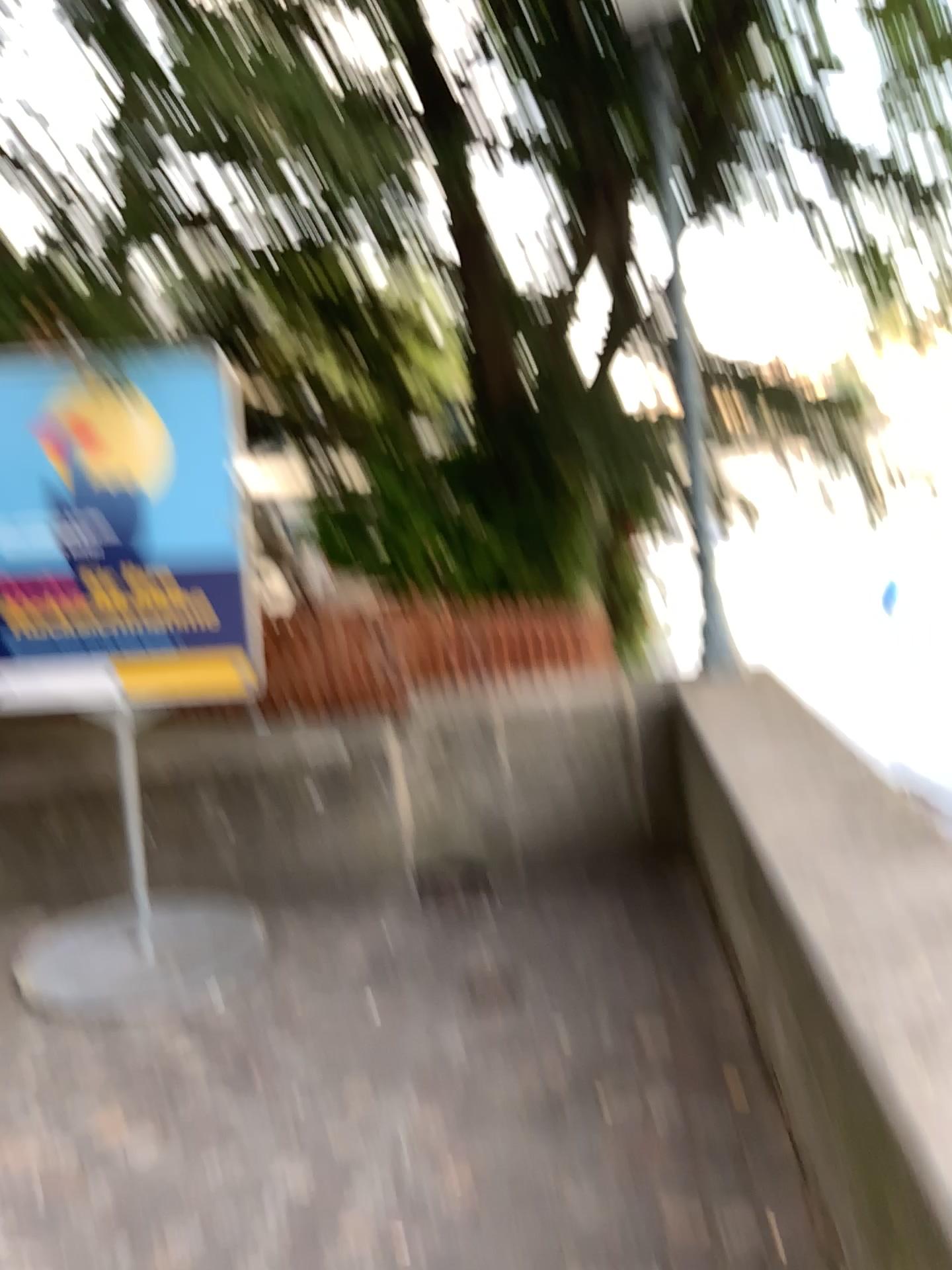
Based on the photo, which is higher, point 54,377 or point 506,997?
point 54,377

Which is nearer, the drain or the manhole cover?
the manhole cover

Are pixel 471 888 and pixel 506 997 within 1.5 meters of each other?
yes

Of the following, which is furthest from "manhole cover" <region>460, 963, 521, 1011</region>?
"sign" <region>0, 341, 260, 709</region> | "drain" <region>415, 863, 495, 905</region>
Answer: "sign" <region>0, 341, 260, 709</region>

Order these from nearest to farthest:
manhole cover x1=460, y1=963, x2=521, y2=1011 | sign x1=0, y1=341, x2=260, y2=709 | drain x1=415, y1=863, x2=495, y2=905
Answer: manhole cover x1=460, y1=963, x2=521, y2=1011
sign x1=0, y1=341, x2=260, y2=709
drain x1=415, y1=863, x2=495, y2=905

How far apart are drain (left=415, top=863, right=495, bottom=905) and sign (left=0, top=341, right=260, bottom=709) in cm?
123

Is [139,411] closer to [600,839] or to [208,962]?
[208,962]

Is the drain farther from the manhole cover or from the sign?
the sign

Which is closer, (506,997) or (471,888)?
(506,997)

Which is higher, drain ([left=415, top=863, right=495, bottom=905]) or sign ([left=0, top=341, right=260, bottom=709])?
sign ([left=0, top=341, right=260, bottom=709])
